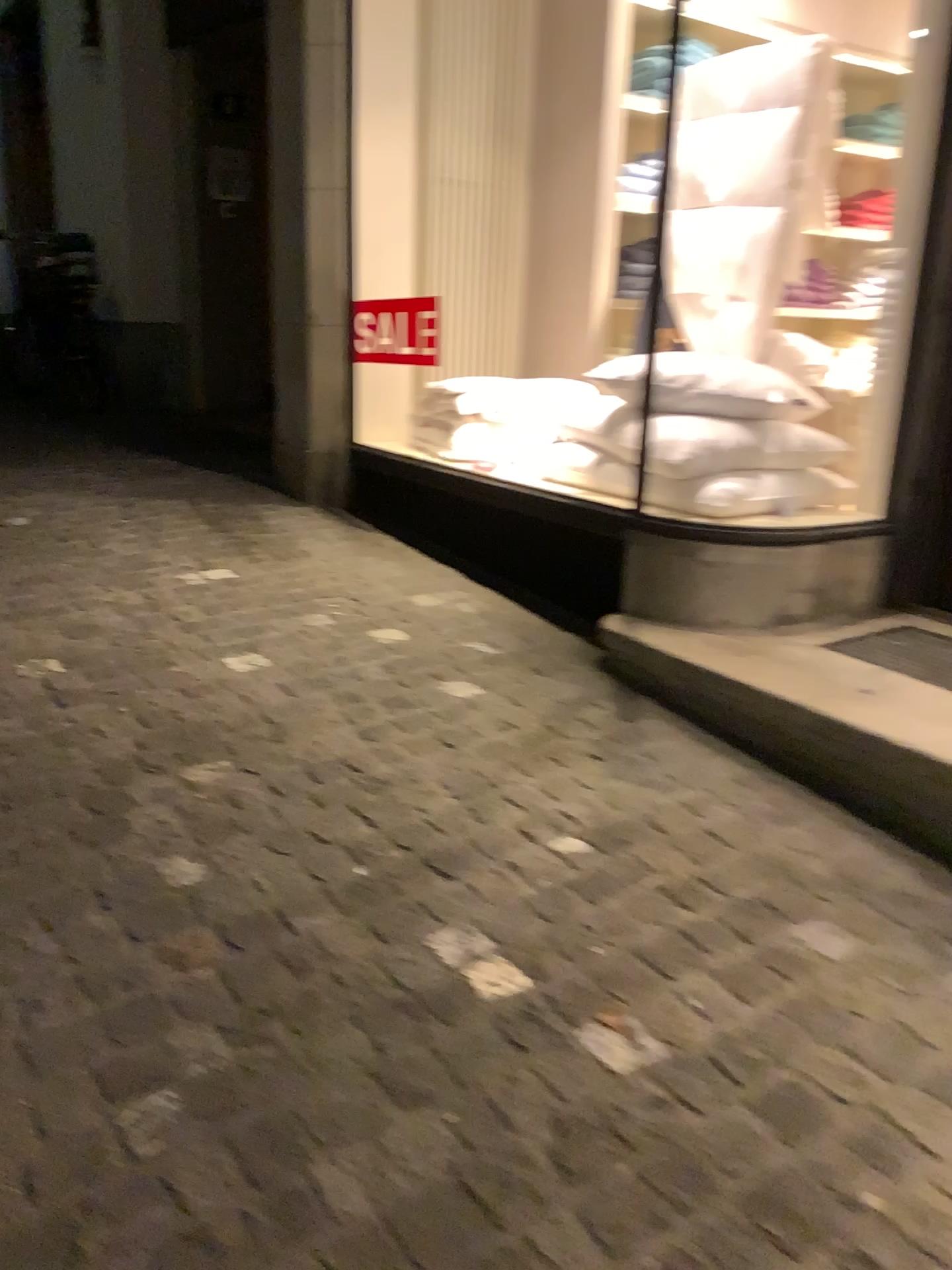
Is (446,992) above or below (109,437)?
below

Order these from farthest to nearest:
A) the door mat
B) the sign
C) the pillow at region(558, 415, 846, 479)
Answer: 1. the sign
2. the pillow at region(558, 415, 846, 479)
3. the door mat

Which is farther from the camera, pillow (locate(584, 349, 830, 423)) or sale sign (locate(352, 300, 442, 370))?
sale sign (locate(352, 300, 442, 370))

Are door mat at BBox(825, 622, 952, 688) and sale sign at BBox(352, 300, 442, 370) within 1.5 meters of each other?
no

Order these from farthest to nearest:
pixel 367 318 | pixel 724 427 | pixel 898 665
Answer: pixel 367 318, pixel 724 427, pixel 898 665

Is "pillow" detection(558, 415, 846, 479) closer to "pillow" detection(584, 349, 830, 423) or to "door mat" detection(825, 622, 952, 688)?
"pillow" detection(584, 349, 830, 423)

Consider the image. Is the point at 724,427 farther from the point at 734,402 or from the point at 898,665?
the point at 898,665

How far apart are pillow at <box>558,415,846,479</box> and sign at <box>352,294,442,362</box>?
1.5 meters

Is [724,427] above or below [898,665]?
above

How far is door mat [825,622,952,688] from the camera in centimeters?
269cm
